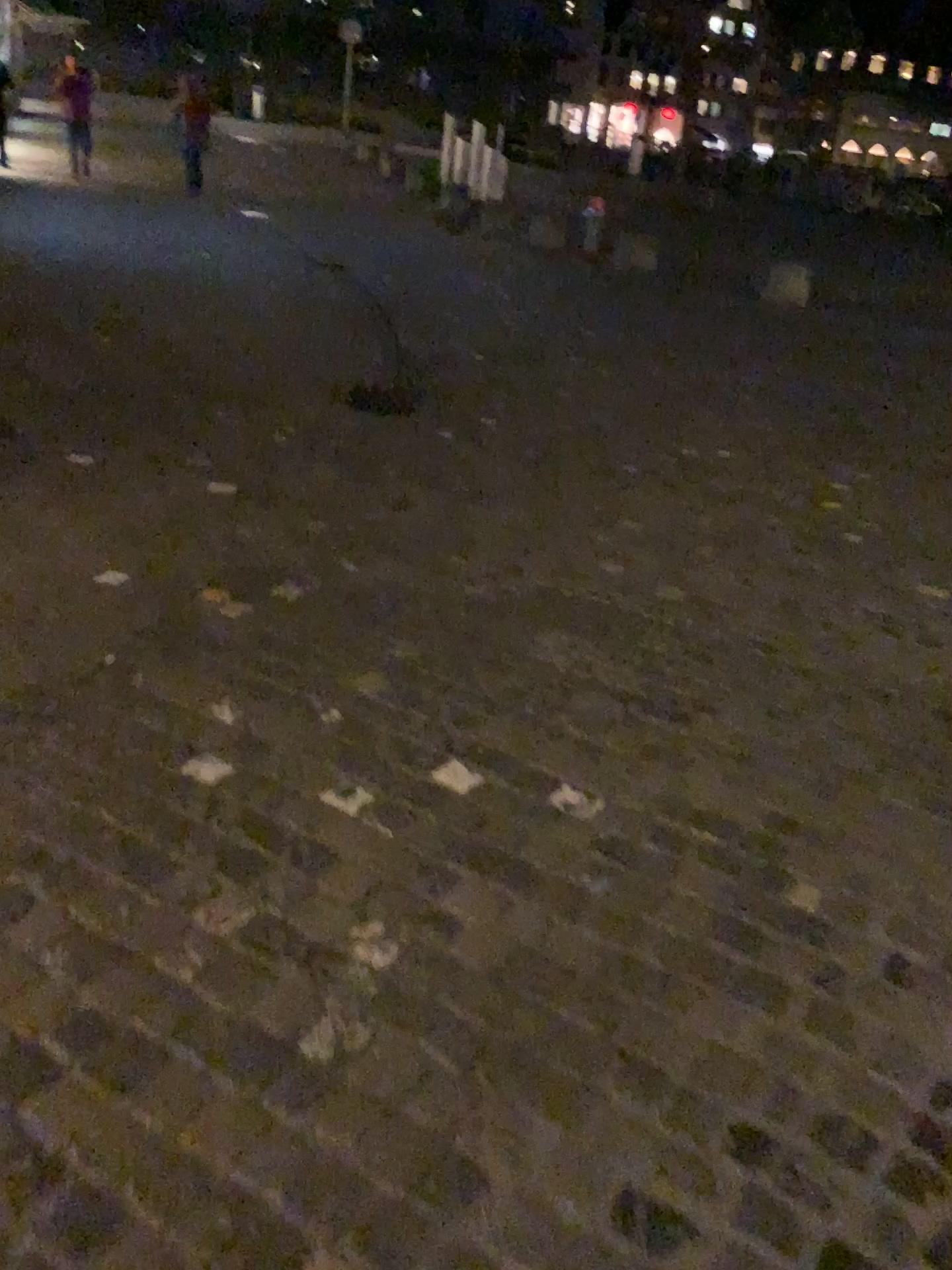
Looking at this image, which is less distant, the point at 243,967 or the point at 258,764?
the point at 243,967
